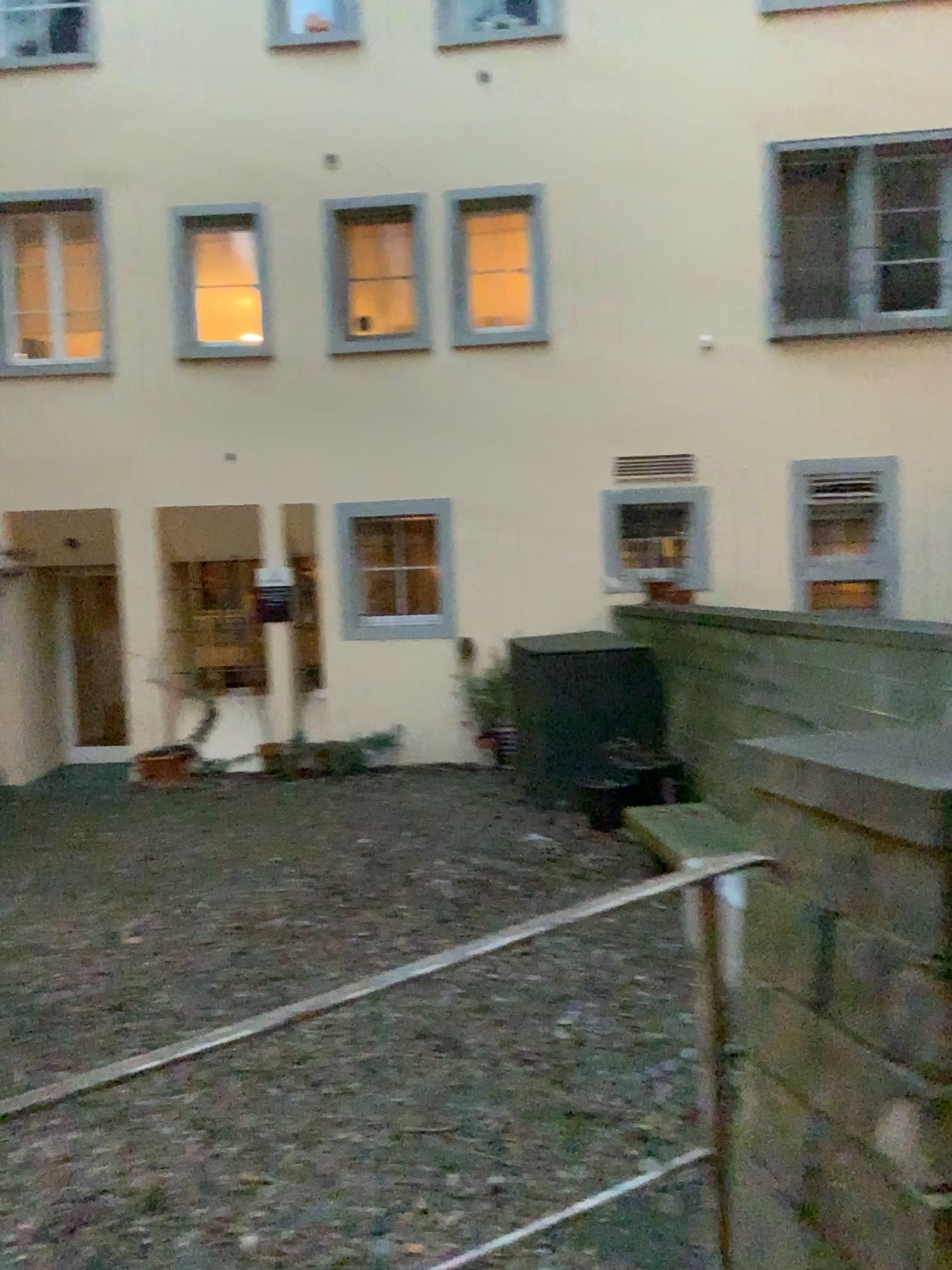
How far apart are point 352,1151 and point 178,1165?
0.5m
